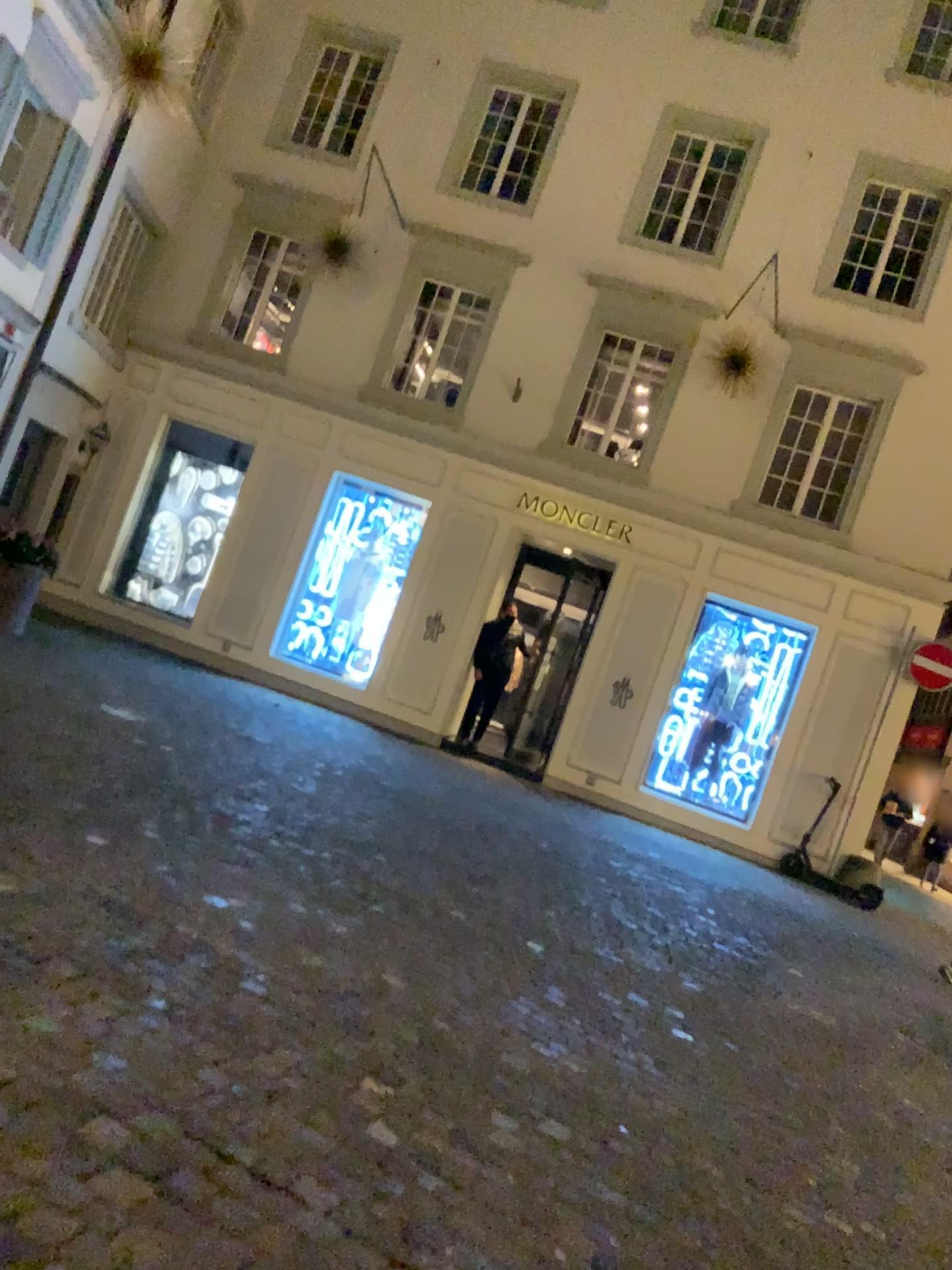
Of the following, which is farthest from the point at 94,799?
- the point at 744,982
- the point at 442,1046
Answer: the point at 744,982
